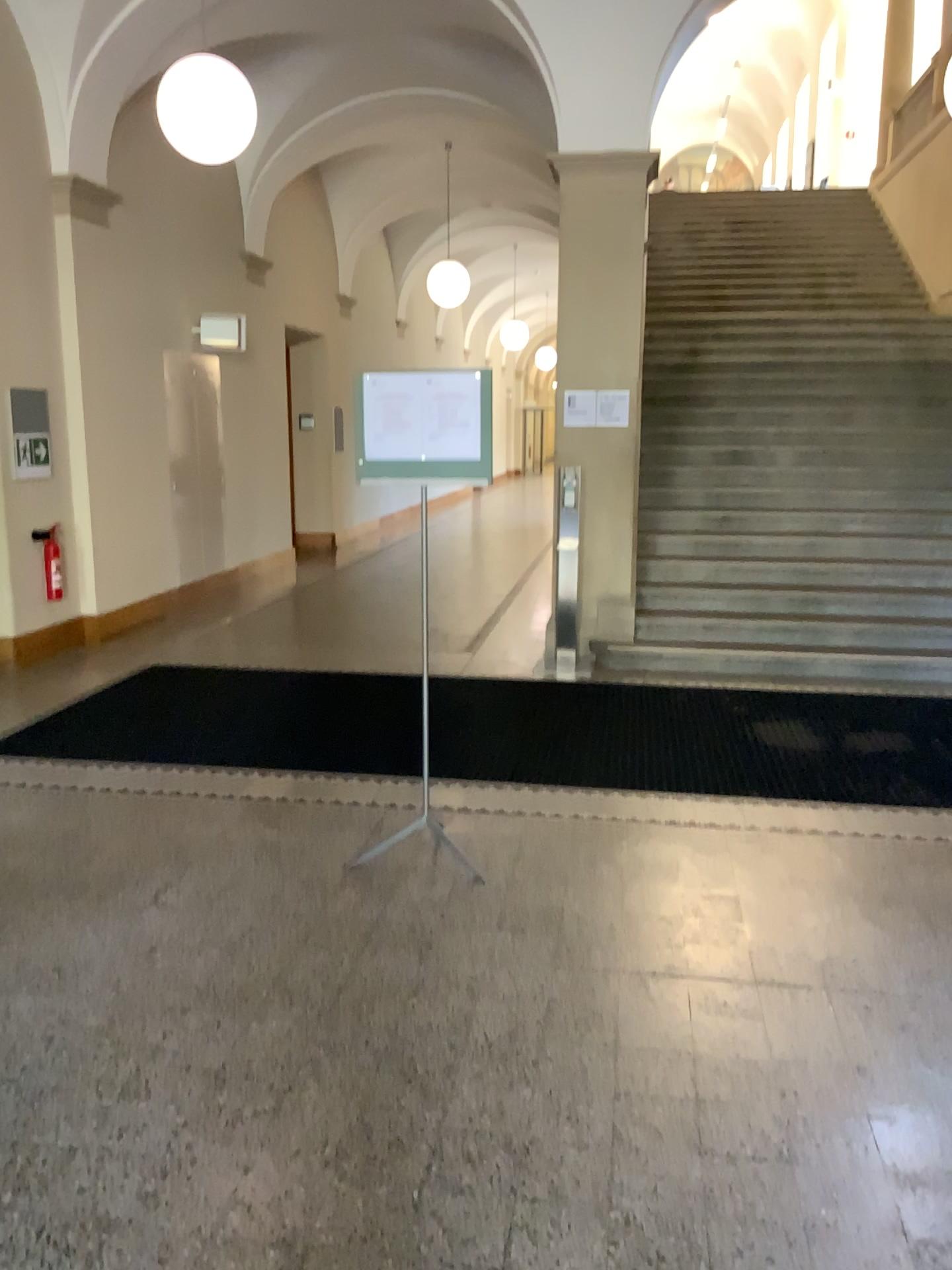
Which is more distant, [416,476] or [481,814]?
[481,814]
